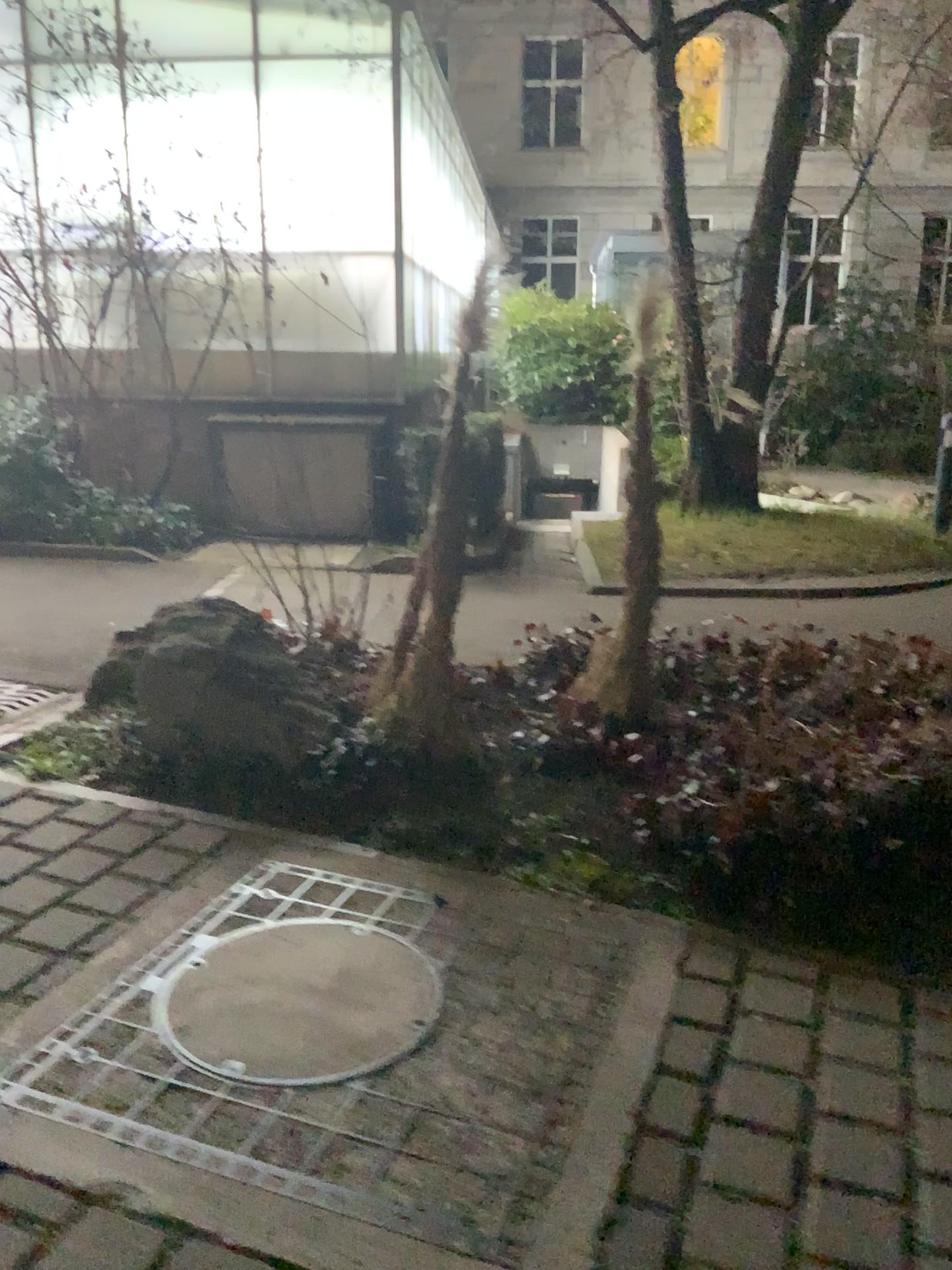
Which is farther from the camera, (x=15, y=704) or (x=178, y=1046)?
(x=15, y=704)

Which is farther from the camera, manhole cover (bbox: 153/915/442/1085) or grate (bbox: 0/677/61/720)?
grate (bbox: 0/677/61/720)

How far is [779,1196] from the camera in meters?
2.0 m
